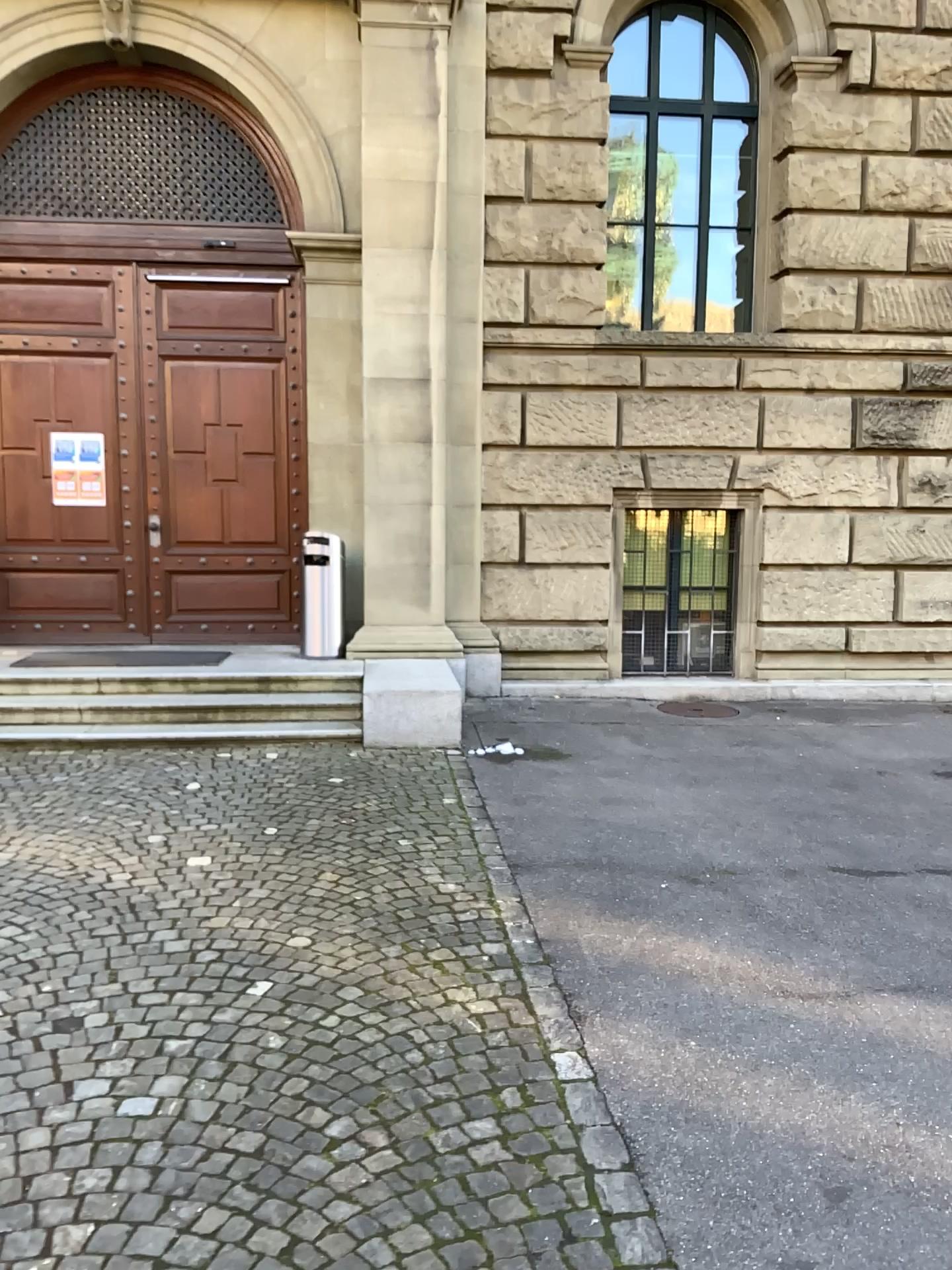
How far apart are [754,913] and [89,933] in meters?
2.7 m
